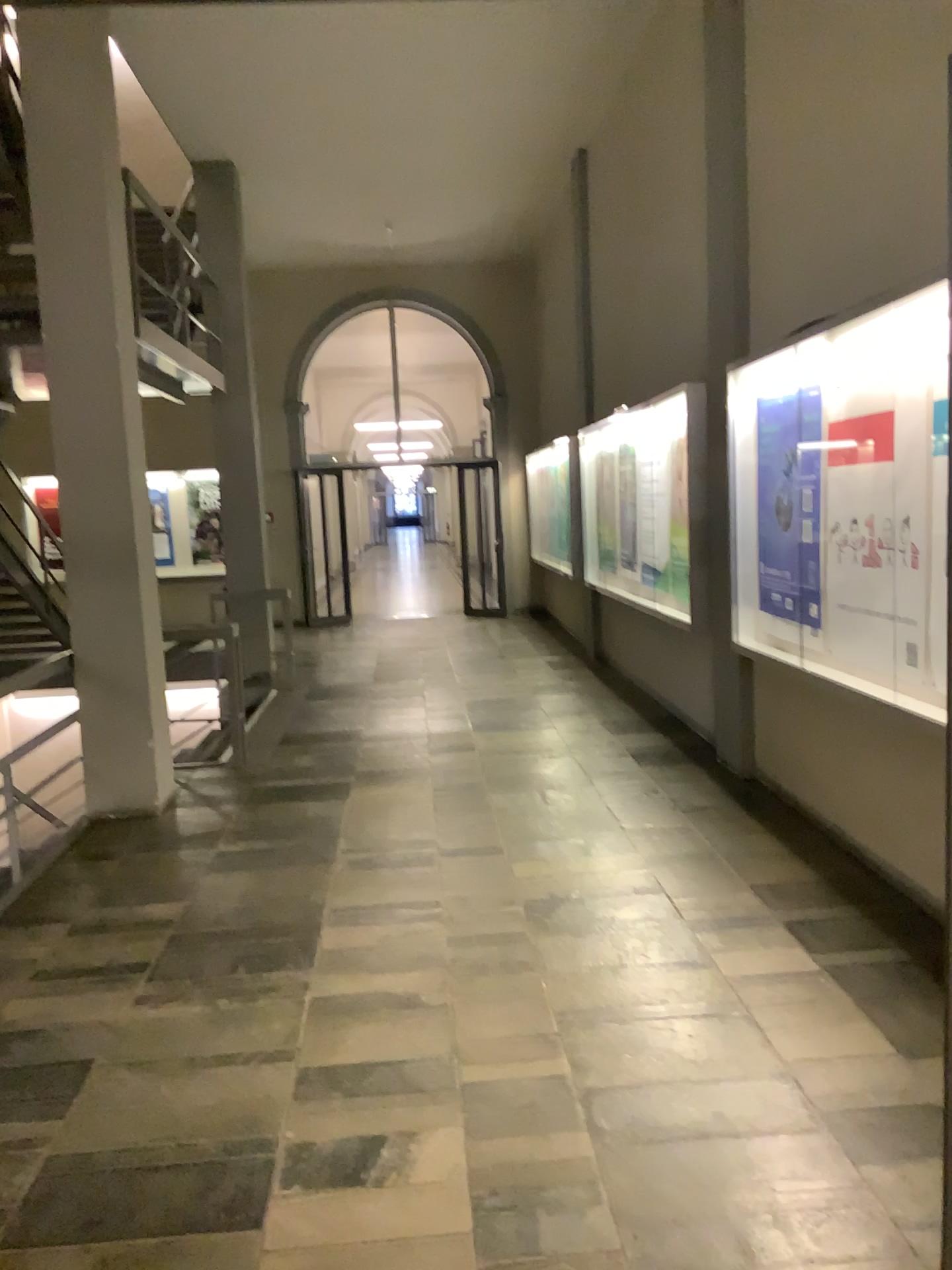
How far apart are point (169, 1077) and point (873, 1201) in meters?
1.9 m
